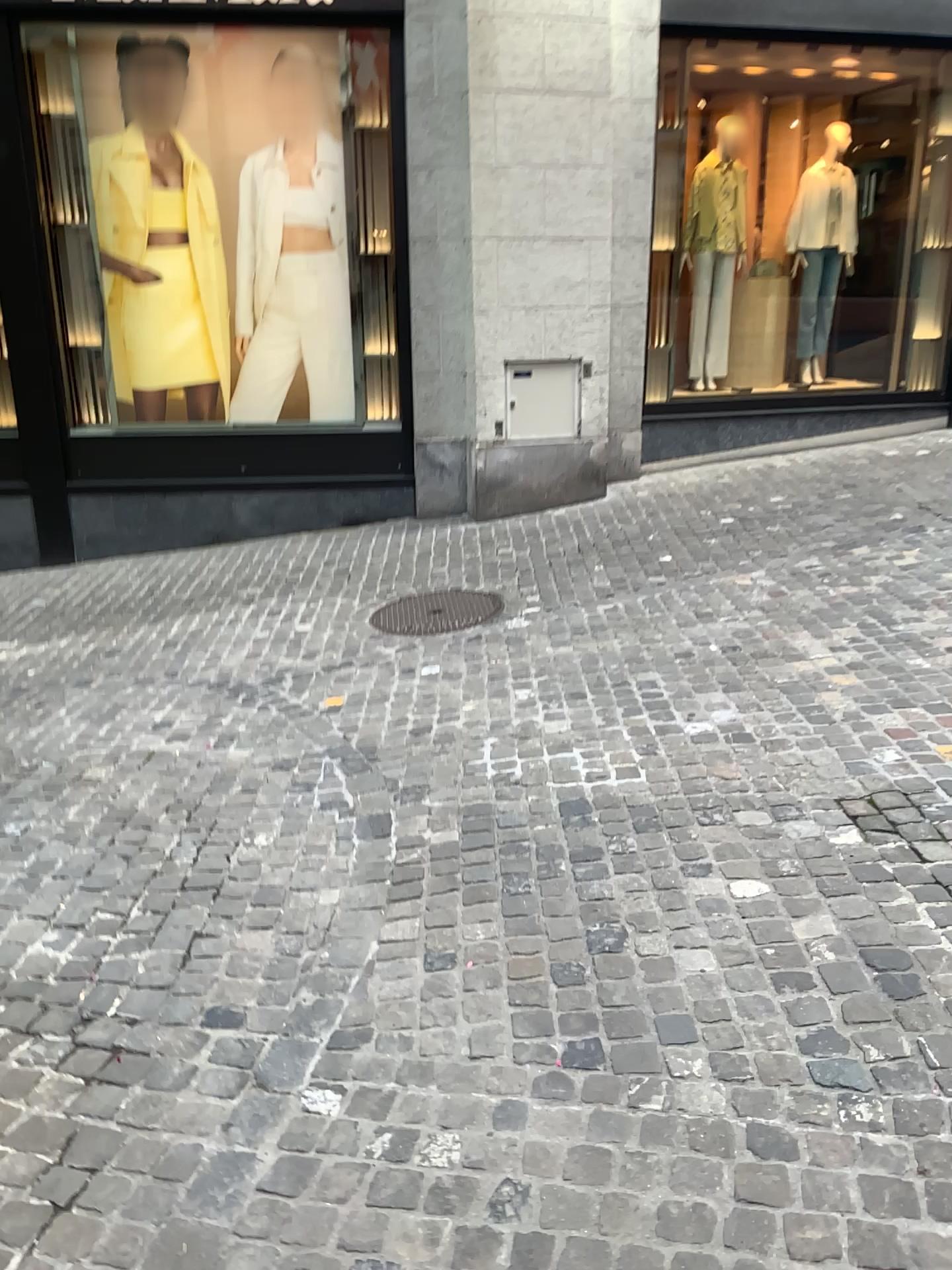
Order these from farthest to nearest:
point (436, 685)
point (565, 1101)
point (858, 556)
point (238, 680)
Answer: point (858, 556)
point (238, 680)
point (436, 685)
point (565, 1101)
